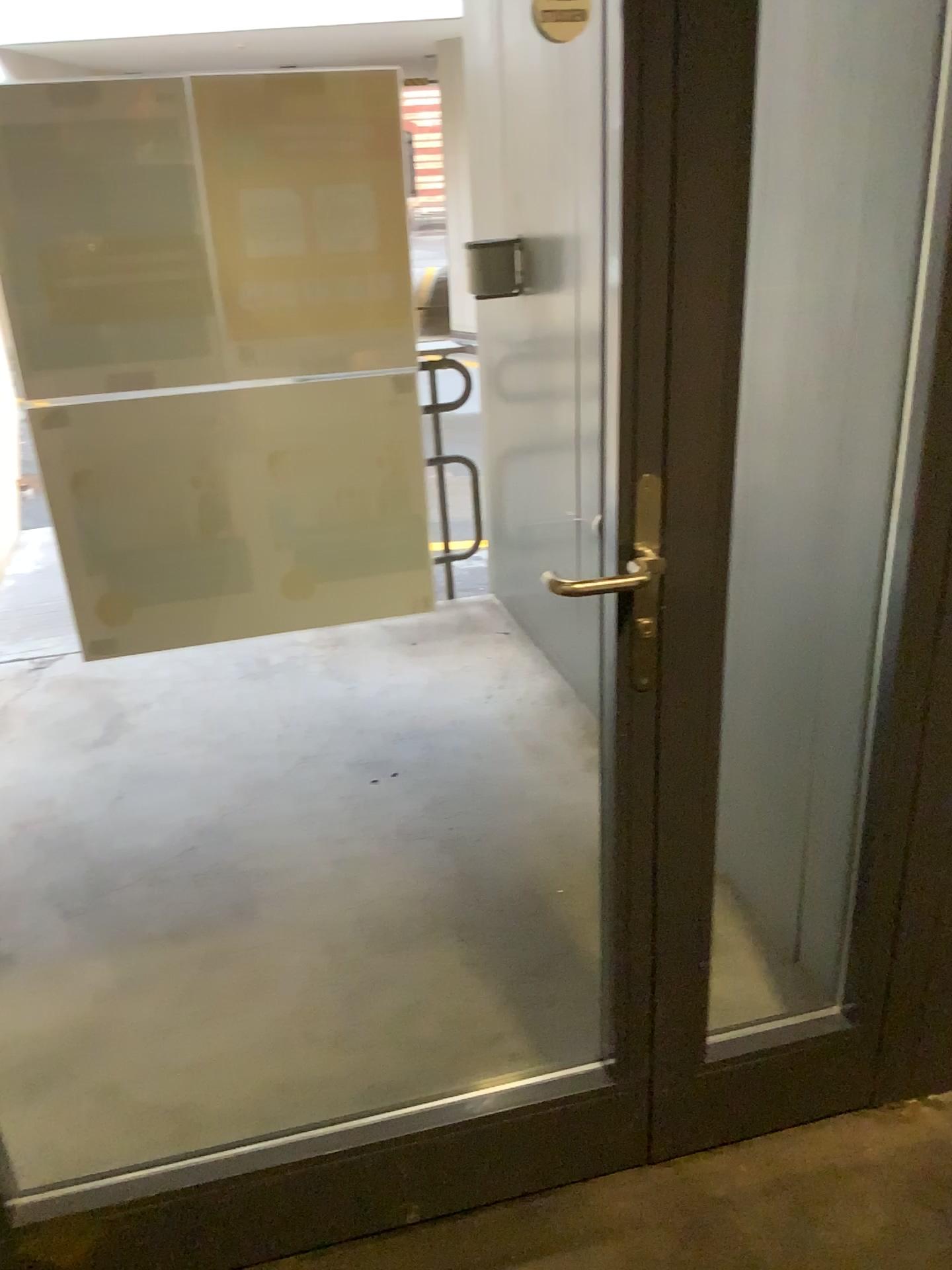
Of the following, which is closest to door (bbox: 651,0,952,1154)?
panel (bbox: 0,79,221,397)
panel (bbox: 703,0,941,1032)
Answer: panel (bbox: 703,0,941,1032)

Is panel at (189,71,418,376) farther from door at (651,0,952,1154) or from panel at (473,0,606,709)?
panel at (473,0,606,709)

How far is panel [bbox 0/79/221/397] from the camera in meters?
1.0 m

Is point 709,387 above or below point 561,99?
below

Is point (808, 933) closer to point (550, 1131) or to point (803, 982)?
point (803, 982)

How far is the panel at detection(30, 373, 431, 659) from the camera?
1.17m

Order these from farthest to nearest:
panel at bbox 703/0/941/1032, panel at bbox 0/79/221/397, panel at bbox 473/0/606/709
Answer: panel at bbox 473/0/606/709 < panel at bbox 703/0/941/1032 < panel at bbox 0/79/221/397

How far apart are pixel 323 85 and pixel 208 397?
0.34m

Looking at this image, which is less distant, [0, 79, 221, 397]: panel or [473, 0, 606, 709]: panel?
[0, 79, 221, 397]: panel

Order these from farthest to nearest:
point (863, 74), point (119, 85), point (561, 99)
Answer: point (561, 99) → point (863, 74) → point (119, 85)
